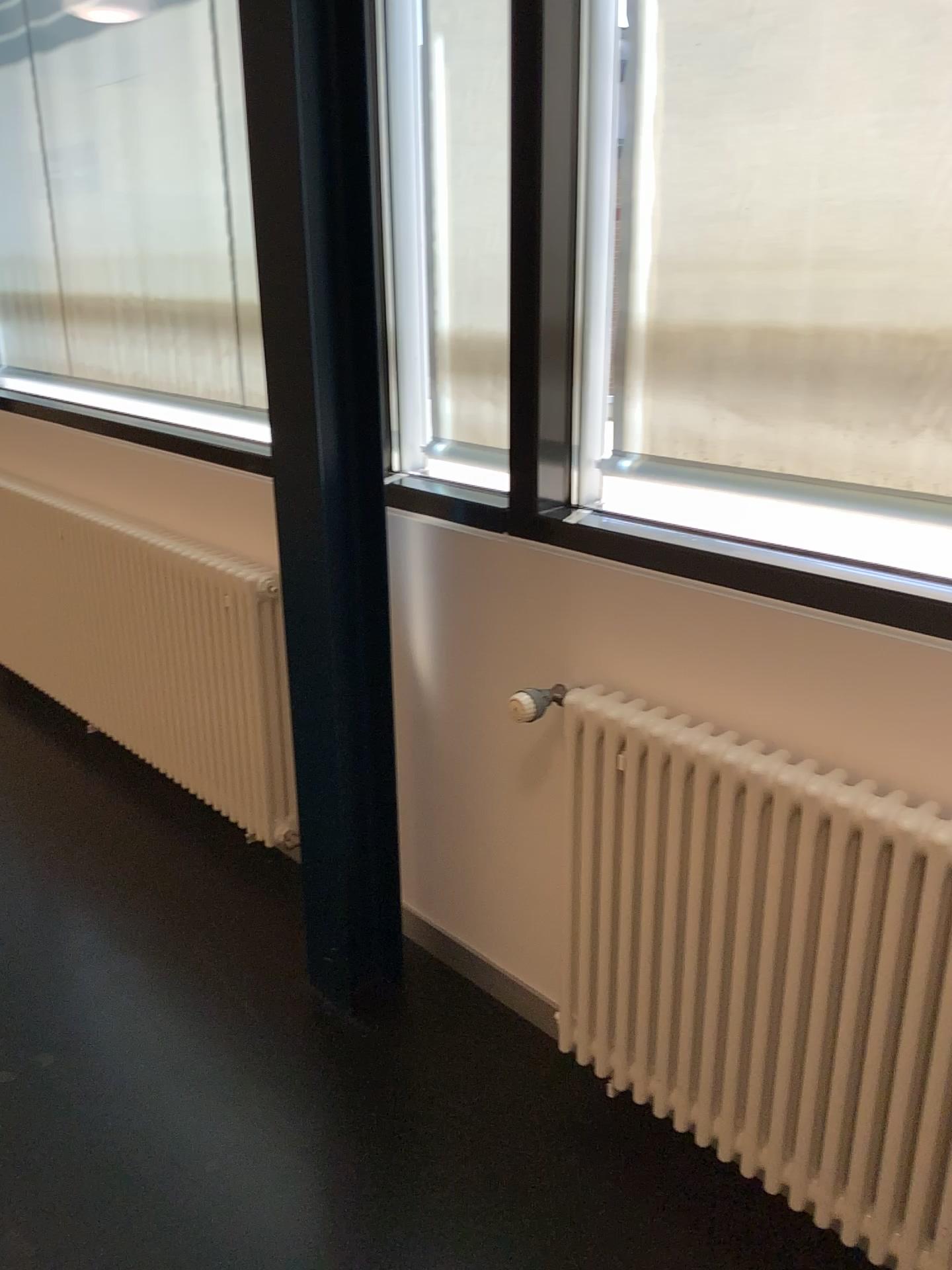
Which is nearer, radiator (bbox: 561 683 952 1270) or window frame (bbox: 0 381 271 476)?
radiator (bbox: 561 683 952 1270)

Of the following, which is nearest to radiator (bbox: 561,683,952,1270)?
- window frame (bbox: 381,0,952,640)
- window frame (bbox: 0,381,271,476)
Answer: window frame (bbox: 381,0,952,640)

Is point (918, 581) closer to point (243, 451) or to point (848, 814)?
point (848, 814)

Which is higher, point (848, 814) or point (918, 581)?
point (918, 581)

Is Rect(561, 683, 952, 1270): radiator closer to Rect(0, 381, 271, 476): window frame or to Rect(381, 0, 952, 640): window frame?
Rect(381, 0, 952, 640): window frame

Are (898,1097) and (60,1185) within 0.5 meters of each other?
no

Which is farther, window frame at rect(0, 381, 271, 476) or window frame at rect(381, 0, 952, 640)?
window frame at rect(0, 381, 271, 476)

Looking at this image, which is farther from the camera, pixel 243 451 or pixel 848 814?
pixel 243 451
